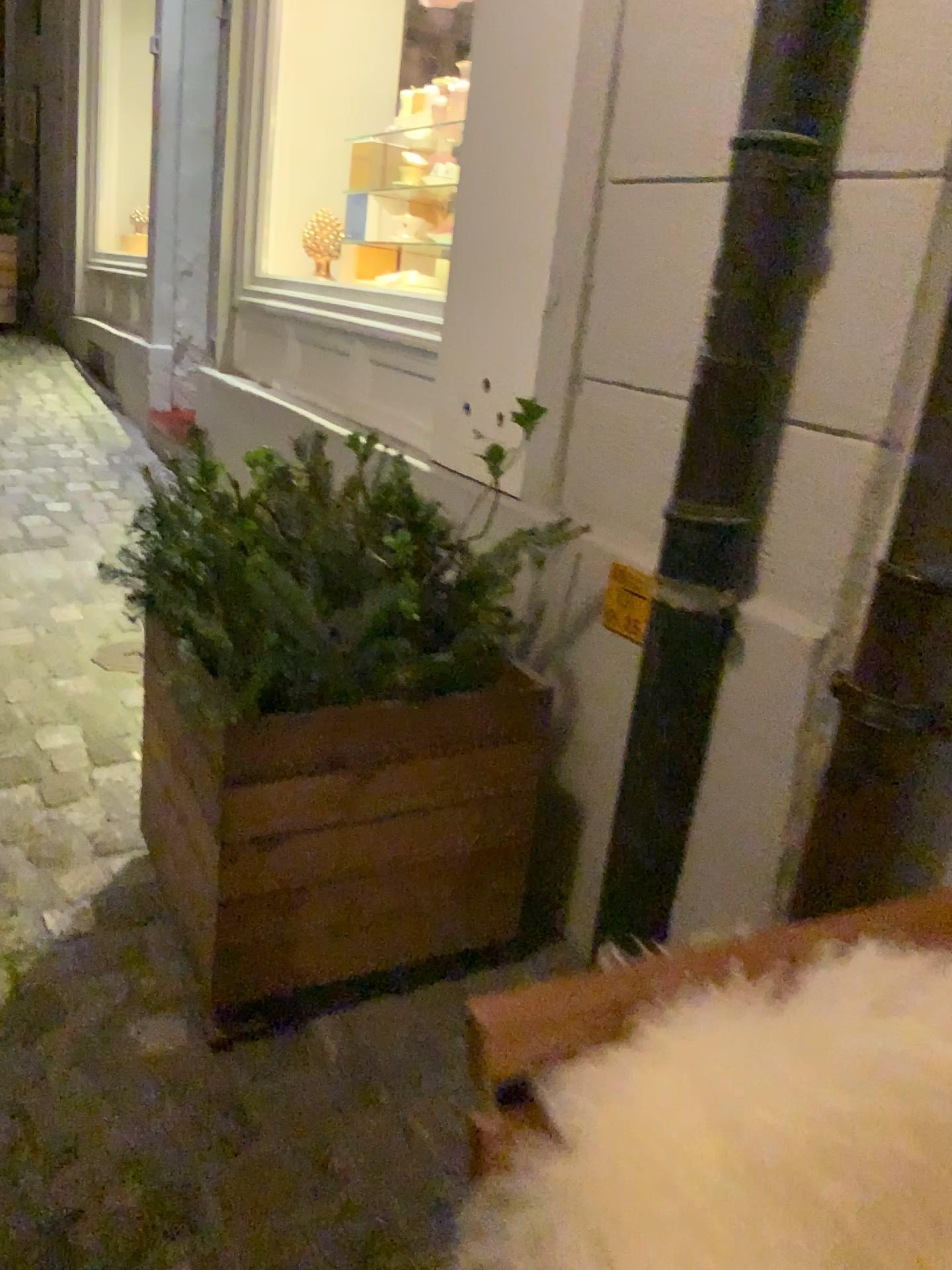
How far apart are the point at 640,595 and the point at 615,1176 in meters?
1.2 m

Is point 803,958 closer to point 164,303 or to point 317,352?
point 317,352

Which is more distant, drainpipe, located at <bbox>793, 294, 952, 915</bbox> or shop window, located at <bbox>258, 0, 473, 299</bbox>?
shop window, located at <bbox>258, 0, 473, 299</bbox>

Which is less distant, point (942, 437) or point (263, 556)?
point (942, 437)

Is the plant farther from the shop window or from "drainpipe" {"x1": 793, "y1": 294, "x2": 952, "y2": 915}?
the shop window

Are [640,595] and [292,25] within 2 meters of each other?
no

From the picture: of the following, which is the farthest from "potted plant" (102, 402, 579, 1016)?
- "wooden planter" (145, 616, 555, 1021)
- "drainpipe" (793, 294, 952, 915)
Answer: "drainpipe" (793, 294, 952, 915)

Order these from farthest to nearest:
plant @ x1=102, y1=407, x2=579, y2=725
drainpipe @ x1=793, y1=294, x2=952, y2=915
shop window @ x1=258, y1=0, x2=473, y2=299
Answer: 1. shop window @ x1=258, y1=0, x2=473, y2=299
2. plant @ x1=102, y1=407, x2=579, y2=725
3. drainpipe @ x1=793, y1=294, x2=952, y2=915

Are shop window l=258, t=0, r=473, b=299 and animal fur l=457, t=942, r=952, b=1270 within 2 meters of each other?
no

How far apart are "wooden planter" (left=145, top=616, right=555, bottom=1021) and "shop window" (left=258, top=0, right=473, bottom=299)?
2.0m
